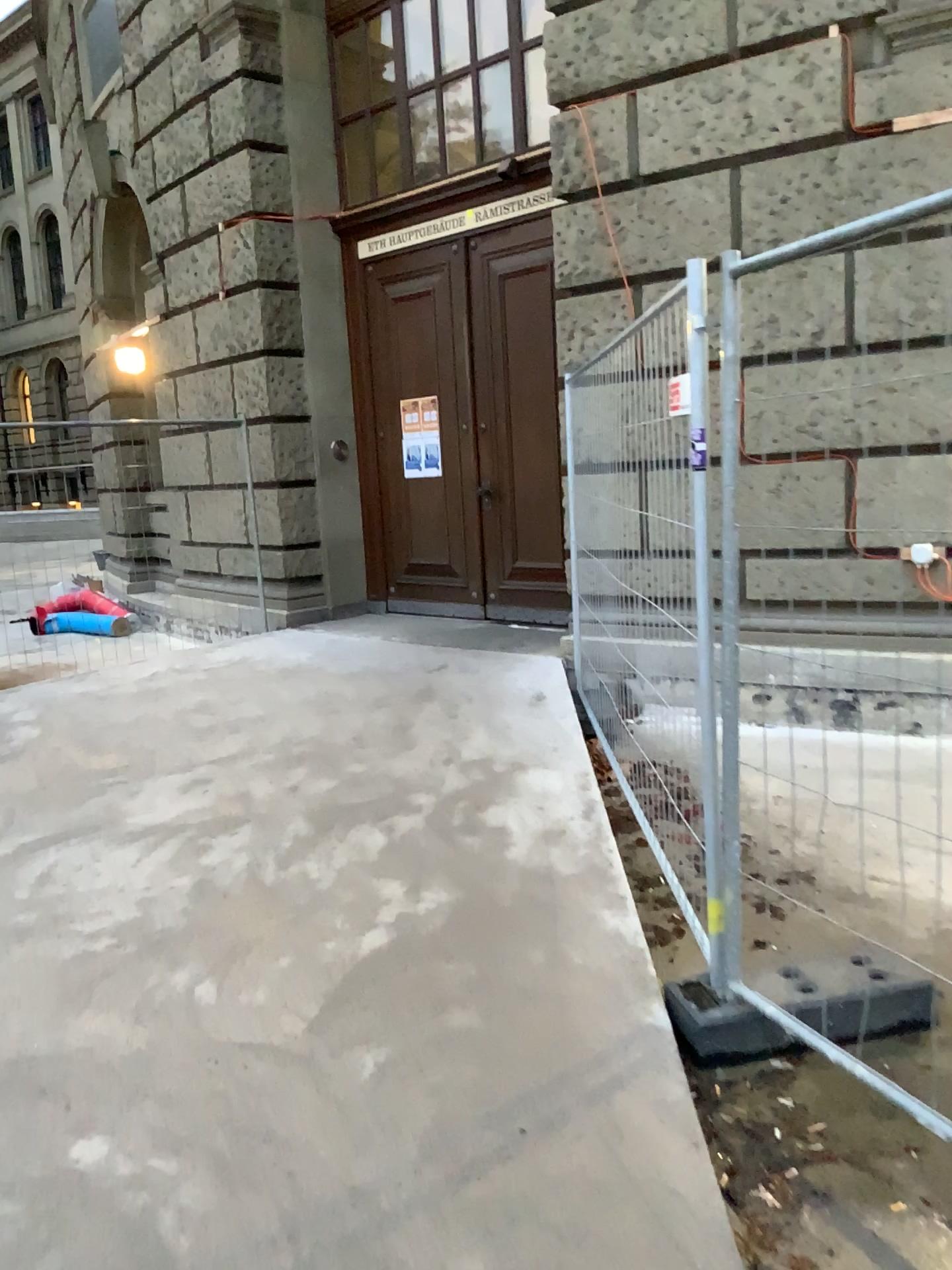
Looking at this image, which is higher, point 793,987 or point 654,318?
point 654,318

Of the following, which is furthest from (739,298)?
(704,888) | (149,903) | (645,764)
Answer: (149,903)

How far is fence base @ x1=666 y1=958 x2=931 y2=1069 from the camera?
2.5m

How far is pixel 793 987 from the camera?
2.55m
